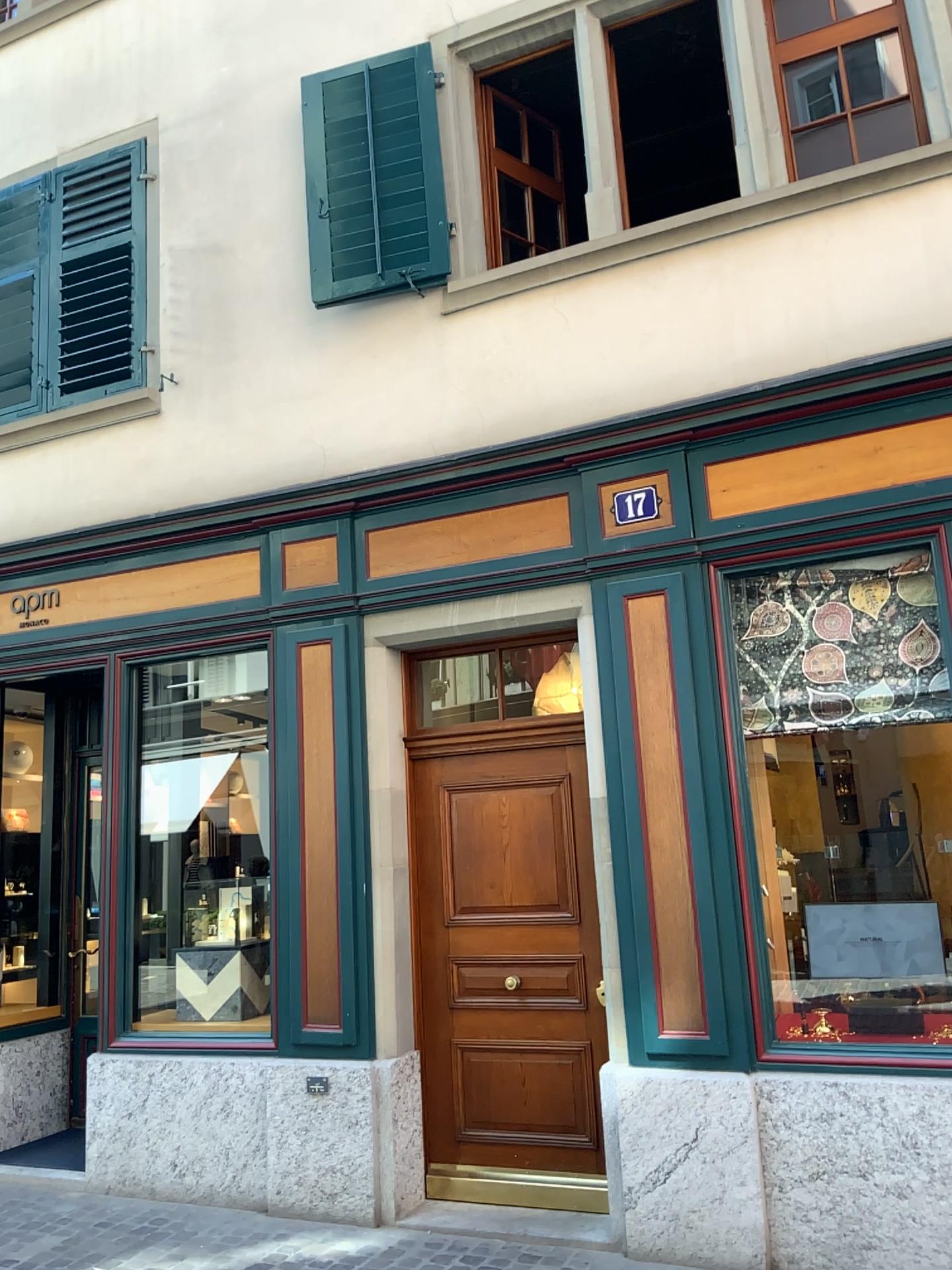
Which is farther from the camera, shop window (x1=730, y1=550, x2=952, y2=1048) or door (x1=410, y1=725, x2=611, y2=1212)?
door (x1=410, y1=725, x2=611, y2=1212)

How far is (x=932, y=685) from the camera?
4.3 meters

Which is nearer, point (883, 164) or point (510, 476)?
point (883, 164)

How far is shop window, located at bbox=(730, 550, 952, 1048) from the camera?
4.3 meters

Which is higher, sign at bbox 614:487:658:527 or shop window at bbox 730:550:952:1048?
sign at bbox 614:487:658:527

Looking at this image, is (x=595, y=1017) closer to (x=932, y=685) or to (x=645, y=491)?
(x=932, y=685)

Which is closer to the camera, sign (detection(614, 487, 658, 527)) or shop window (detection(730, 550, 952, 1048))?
shop window (detection(730, 550, 952, 1048))

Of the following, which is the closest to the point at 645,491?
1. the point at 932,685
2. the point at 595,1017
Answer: the point at 932,685

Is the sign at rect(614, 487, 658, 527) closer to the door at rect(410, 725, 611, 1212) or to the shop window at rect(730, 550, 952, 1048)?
the shop window at rect(730, 550, 952, 1048)

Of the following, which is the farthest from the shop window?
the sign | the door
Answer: the door
